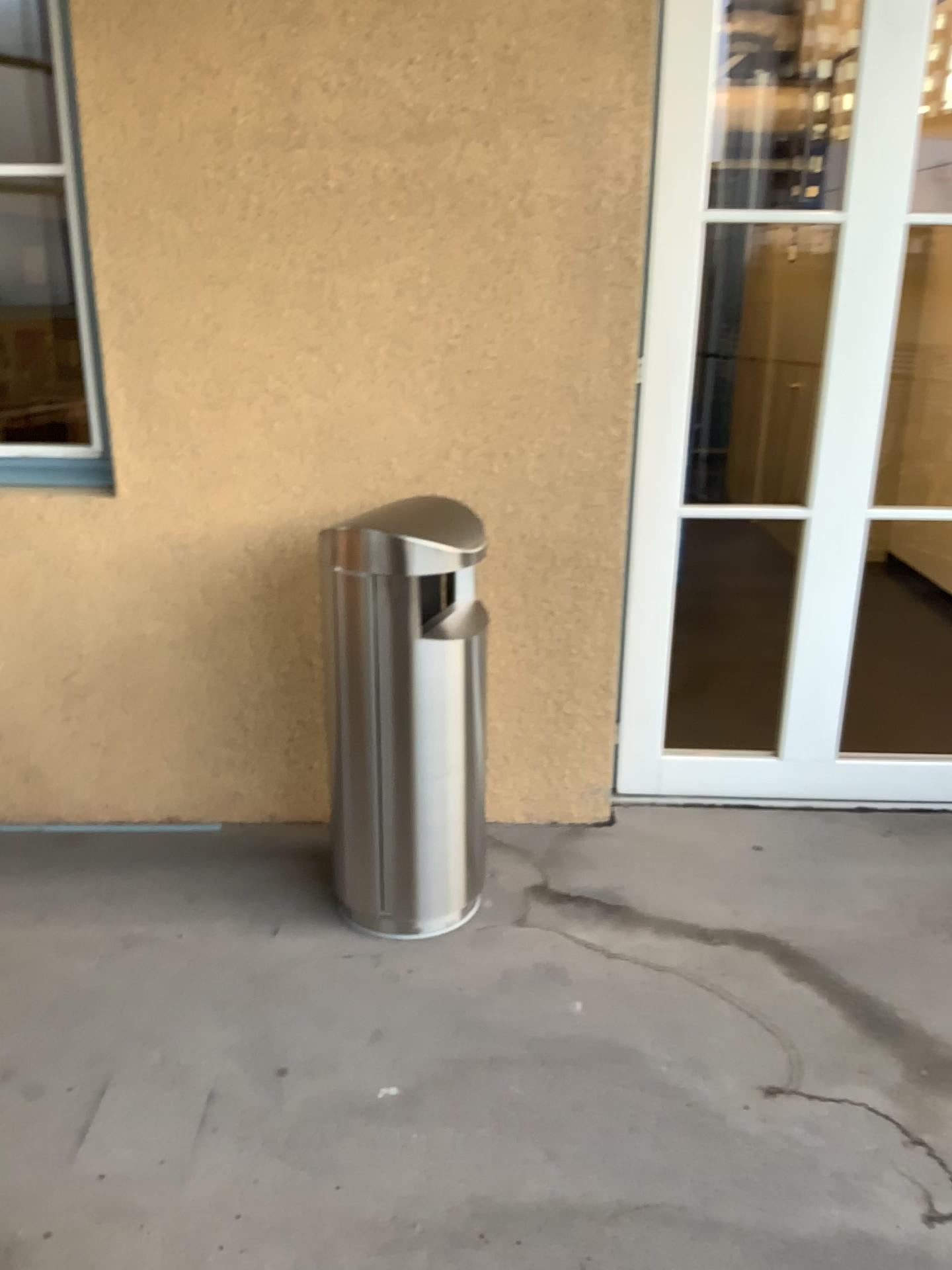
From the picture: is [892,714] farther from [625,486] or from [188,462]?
[188,462]

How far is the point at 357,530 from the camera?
2.37m

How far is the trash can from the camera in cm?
237
